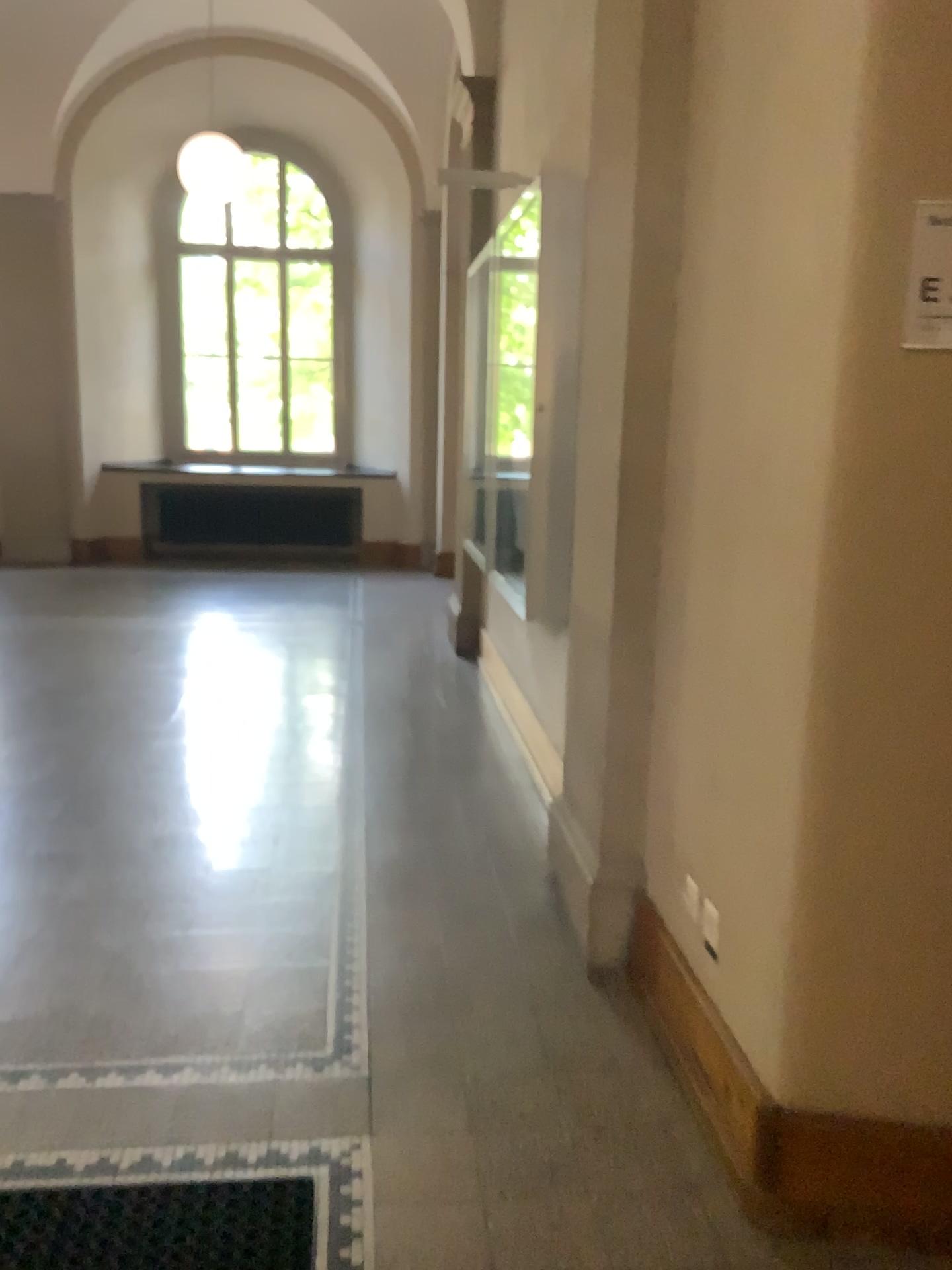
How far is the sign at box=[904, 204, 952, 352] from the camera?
1.5m

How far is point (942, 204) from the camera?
1.5 meters

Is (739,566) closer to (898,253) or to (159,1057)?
(898,253)
